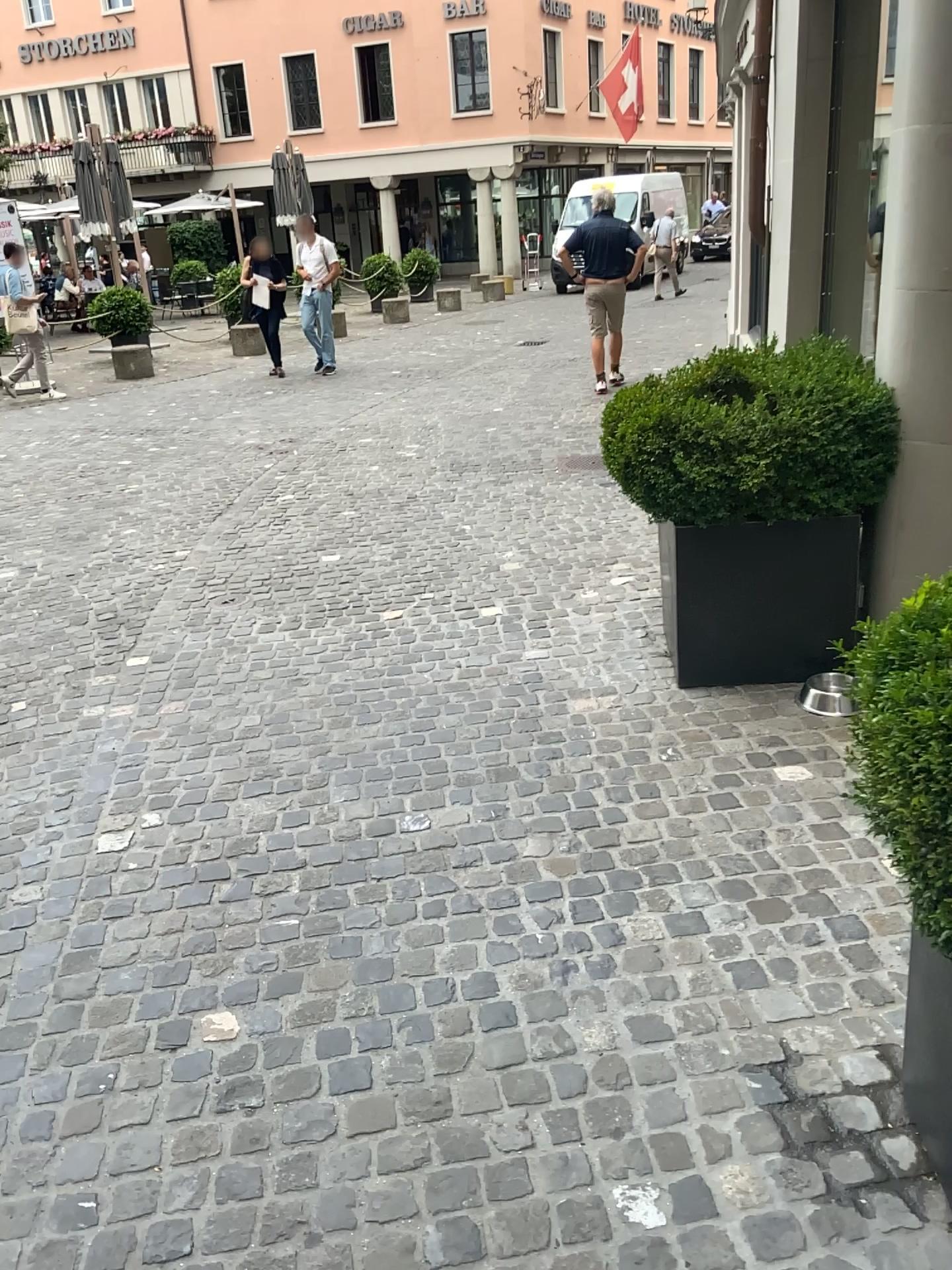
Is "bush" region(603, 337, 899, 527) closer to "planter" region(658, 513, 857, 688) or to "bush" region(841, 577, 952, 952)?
"planter" region(658, 513, 857, 688)

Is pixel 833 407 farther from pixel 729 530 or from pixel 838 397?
pixel 729 530

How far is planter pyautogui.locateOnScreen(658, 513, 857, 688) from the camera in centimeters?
354cm

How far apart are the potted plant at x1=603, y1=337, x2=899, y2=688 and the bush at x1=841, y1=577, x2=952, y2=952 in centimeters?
181cm

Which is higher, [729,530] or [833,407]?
[833,407]

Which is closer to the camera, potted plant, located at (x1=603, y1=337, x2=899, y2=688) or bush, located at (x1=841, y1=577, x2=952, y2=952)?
bush, located at (x1=841, y1=577, x2=952, y2=952)

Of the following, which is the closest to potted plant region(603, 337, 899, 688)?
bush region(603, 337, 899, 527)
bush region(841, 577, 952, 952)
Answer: bush region(603, 337, 899, 527)

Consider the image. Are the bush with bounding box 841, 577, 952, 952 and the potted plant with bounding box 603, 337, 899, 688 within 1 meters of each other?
no

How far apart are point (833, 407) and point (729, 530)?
0.51m

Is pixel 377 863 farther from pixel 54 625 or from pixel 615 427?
pixel 54 625
